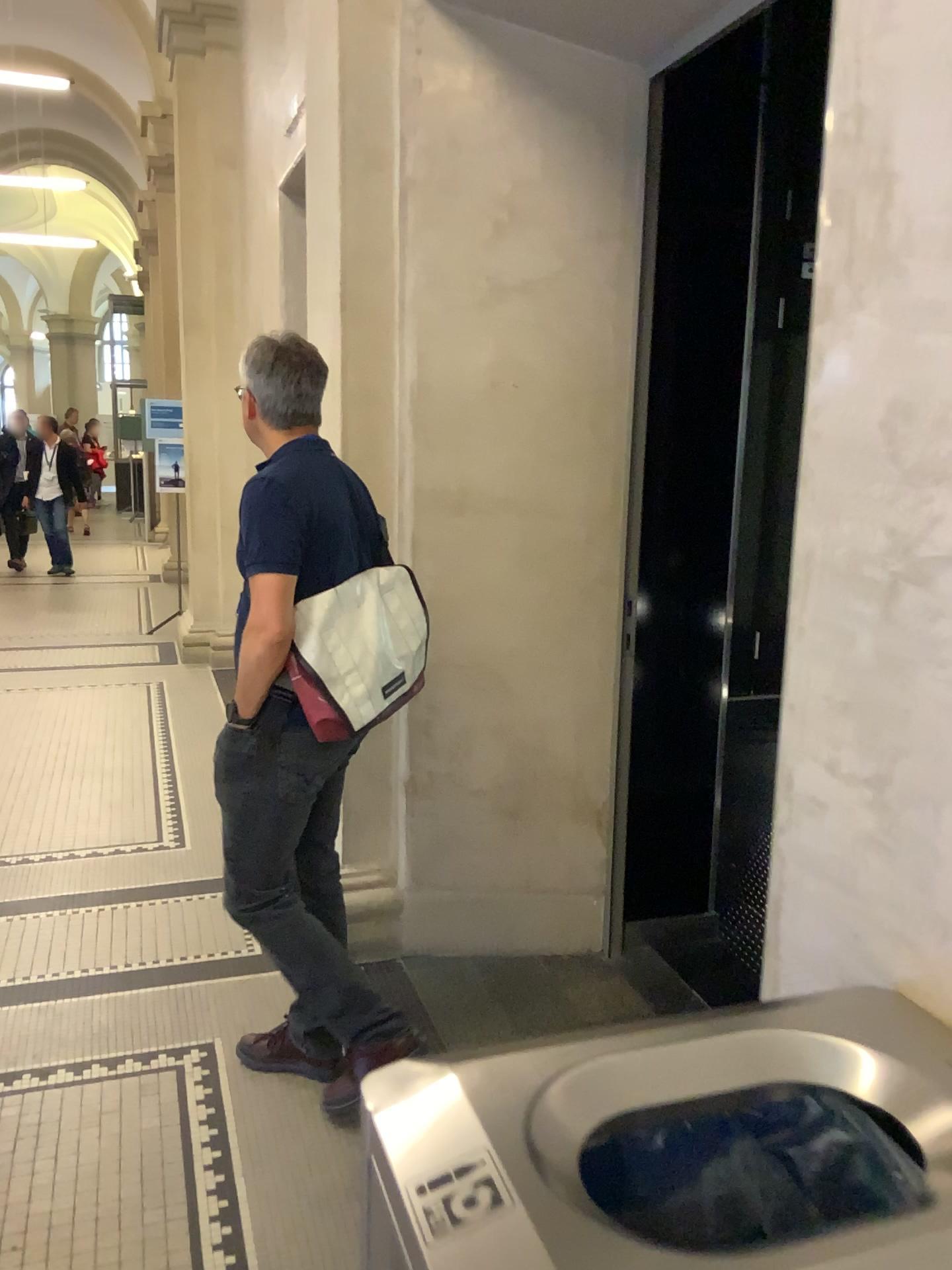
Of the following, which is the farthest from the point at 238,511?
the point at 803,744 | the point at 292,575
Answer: the point at 803,744

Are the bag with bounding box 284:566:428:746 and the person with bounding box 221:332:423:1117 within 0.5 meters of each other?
yes

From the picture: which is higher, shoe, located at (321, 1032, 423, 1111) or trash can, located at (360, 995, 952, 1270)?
trash can, located at (360, 995, 952, 1270)

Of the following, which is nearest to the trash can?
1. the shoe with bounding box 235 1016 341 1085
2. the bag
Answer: the bag

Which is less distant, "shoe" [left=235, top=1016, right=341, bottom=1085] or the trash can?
the trash can

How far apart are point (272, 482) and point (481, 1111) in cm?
159

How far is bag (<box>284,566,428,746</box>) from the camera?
2.25m

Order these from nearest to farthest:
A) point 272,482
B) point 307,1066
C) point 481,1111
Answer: point 481,1111 < point 272,482 < point 307,1066

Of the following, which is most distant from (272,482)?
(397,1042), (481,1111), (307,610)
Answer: (481,1111)

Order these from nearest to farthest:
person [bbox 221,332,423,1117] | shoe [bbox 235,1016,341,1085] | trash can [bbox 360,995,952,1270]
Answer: trash can [bbox 360,995,952,1270]
person [bbox 221,332,423,1117]
shoe [bbox 235,1016,341,1085]
